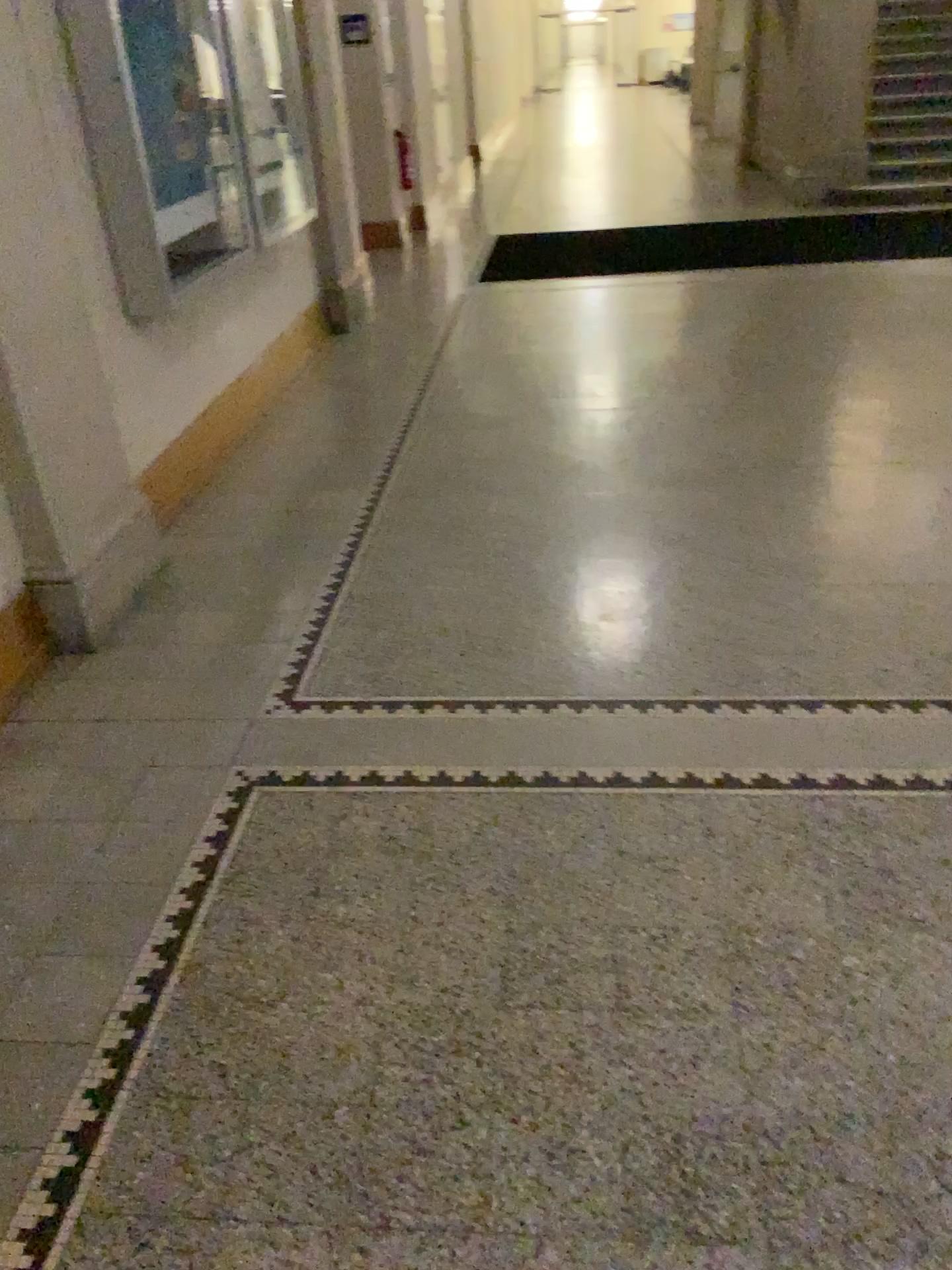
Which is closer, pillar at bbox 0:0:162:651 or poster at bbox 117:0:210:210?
pillar at bbox 0:0:162:651

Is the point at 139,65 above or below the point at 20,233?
above

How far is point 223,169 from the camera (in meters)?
4.51

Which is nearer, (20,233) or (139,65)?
(20,233)
